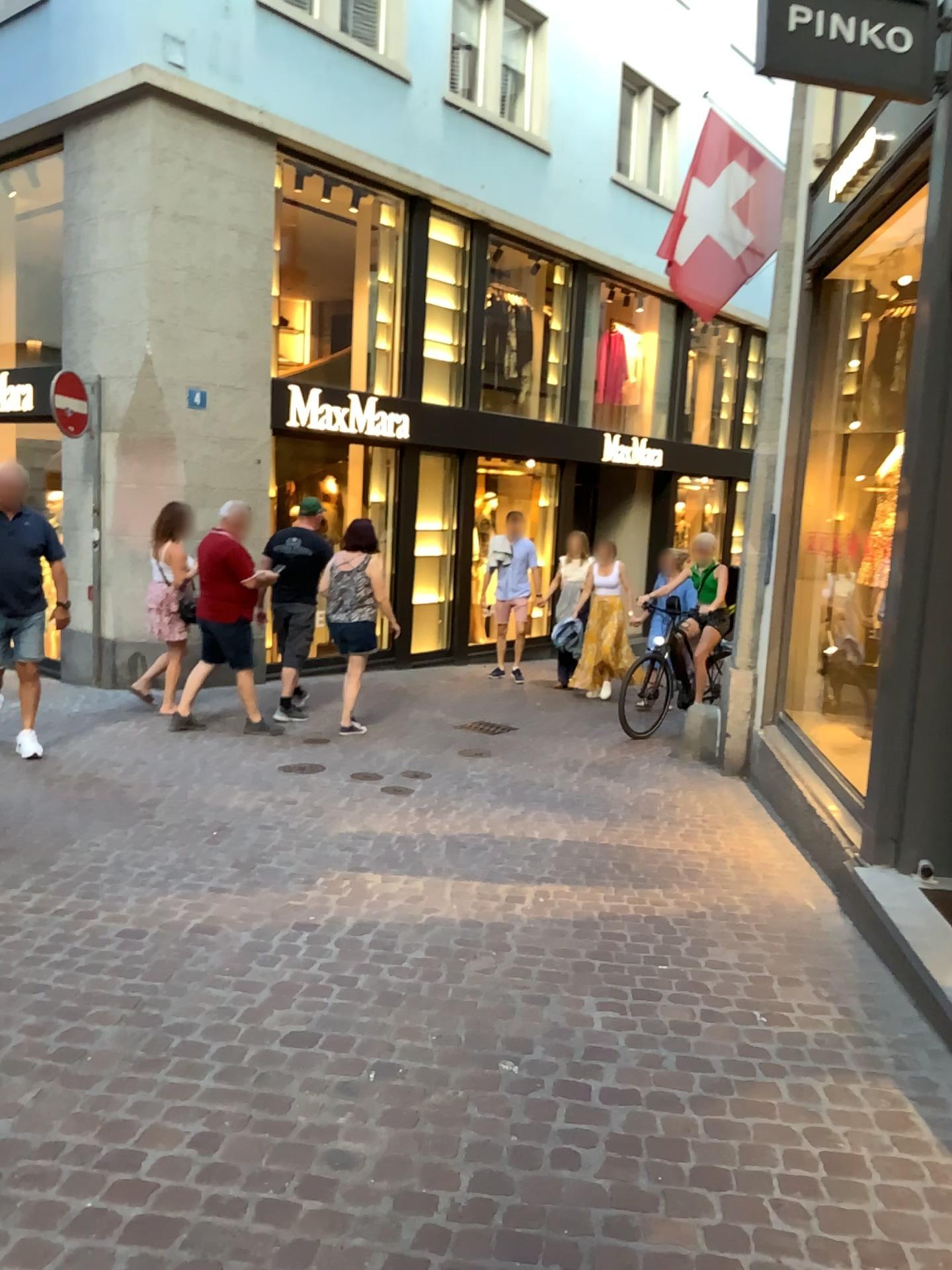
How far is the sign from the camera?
3.7m

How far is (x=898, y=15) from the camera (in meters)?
3.70

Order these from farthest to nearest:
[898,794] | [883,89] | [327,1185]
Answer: [898,794]
[883,89]
[327,1185]
